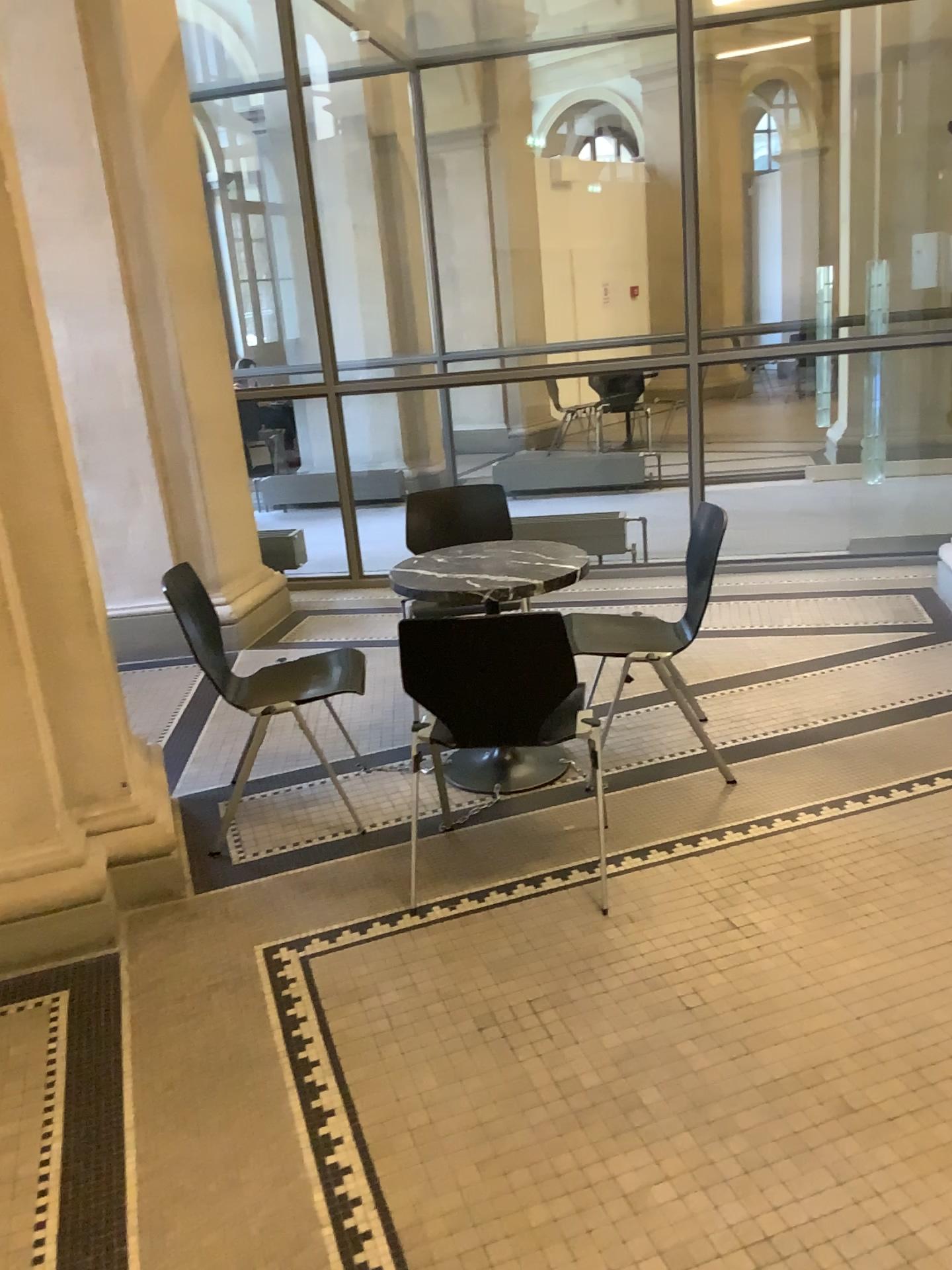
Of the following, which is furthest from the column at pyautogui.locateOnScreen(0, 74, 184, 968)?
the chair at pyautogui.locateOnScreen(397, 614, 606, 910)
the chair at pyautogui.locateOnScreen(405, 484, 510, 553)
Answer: the chair at pyautogui.locateOnScreen(405, 484, 510, 553)

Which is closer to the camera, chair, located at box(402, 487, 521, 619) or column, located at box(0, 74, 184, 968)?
column, located at box(0, 74, 184, 968)

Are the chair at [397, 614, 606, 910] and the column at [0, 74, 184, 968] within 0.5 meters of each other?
no

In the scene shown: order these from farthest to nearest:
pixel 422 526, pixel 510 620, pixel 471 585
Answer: pixel 422 526, pixel 471 585, pixel 510 620

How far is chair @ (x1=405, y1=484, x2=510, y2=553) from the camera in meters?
4.3

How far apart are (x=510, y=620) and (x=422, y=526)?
1.8 meters

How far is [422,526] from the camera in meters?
4.3

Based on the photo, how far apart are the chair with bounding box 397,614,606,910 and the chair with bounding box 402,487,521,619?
1.7m

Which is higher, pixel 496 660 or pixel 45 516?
pixel 45 516

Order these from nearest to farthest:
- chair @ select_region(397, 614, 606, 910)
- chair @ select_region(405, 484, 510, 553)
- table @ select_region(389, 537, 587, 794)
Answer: chair @ select_region(397, 614, 606, 910), table @ select_region(389, 537, 587, 794), chair @ select_region(405, 484, 510, 553)
